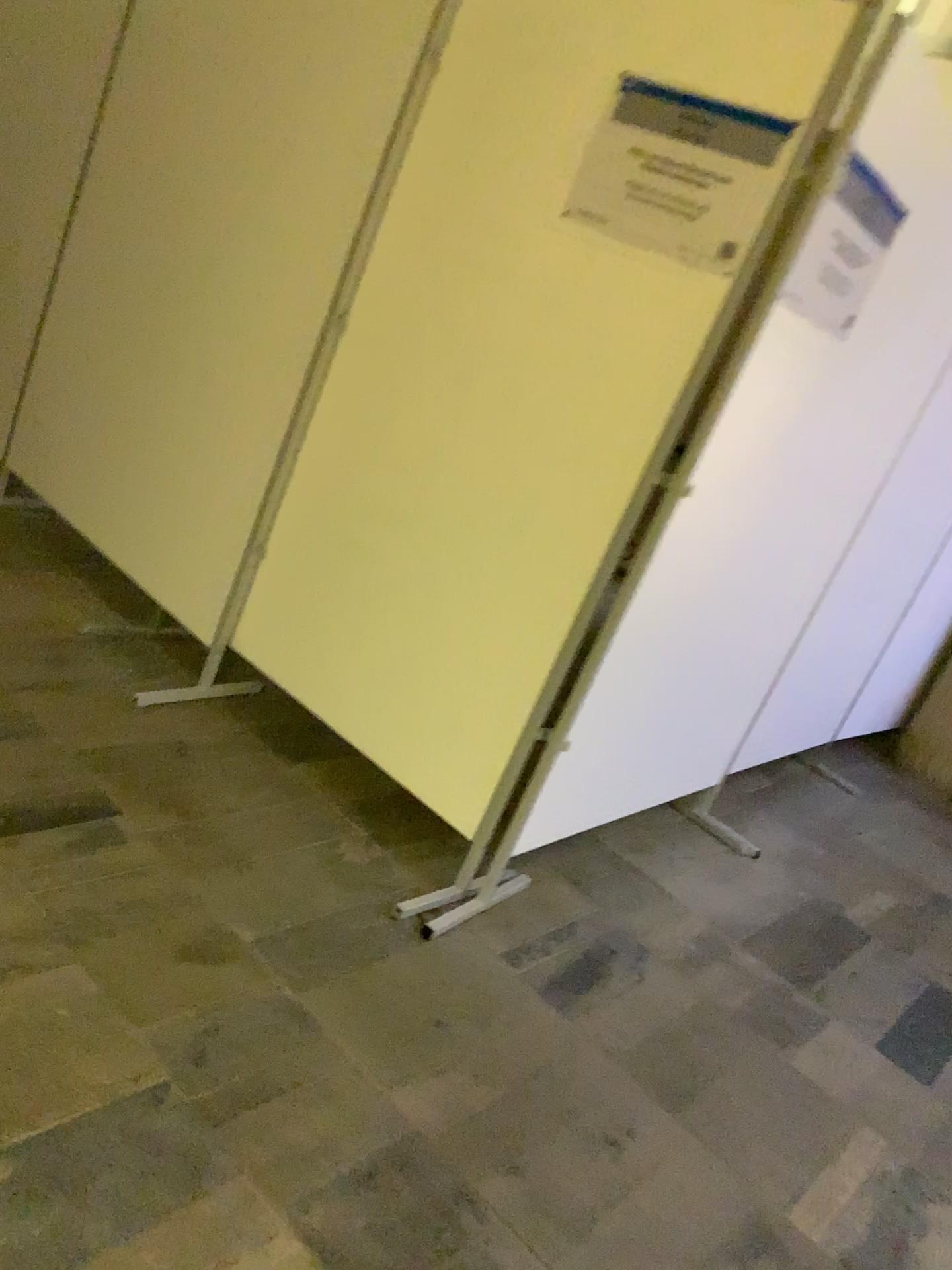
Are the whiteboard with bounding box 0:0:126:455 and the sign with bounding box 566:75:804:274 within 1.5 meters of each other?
no

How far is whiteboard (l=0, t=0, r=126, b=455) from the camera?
3.18m

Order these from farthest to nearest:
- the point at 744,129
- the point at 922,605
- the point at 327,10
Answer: the point at 922,605 → the point at 327,10 → the point at 744,129

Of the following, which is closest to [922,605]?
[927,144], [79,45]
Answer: [927,144]

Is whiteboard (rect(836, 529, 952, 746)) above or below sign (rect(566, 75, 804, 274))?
below

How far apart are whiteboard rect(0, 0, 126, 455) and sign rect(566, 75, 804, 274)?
1.8 meters

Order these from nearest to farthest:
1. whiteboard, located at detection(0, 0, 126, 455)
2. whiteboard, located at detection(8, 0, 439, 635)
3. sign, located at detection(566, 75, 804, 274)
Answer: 1. sign, located at detection(566, 75, 804, 274)
2. whiteboard, located at detection(8, 0, 439, 635)
3. whiteboard, located at detection(0, 0, 126, 455)

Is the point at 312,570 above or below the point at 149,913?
above

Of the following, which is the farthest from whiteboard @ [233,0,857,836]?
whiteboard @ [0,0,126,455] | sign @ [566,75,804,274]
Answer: whiteboard @ [0,0,126,455]

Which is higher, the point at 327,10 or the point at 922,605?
the point at 327,10
